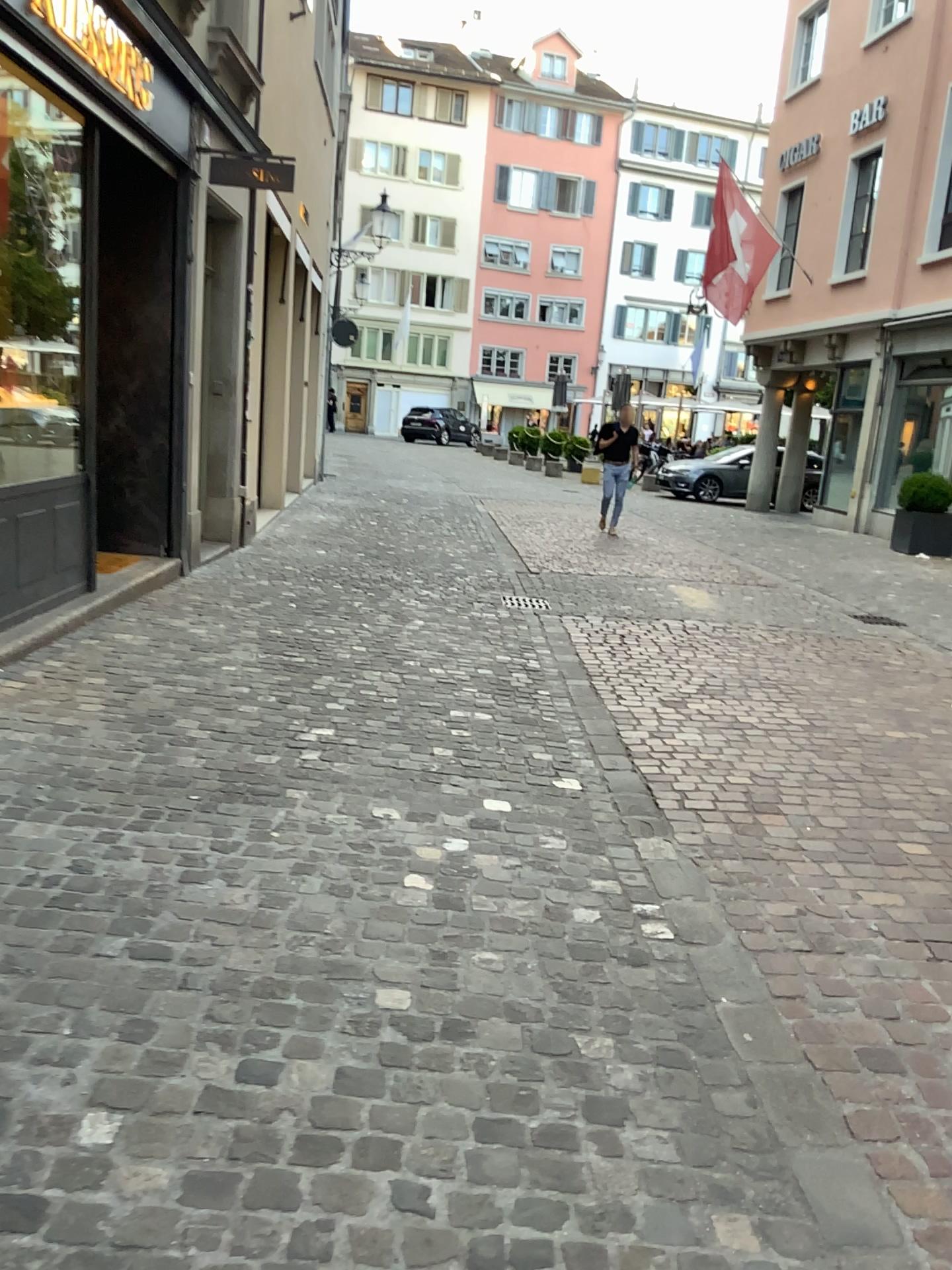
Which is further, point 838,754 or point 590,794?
point 838,754
